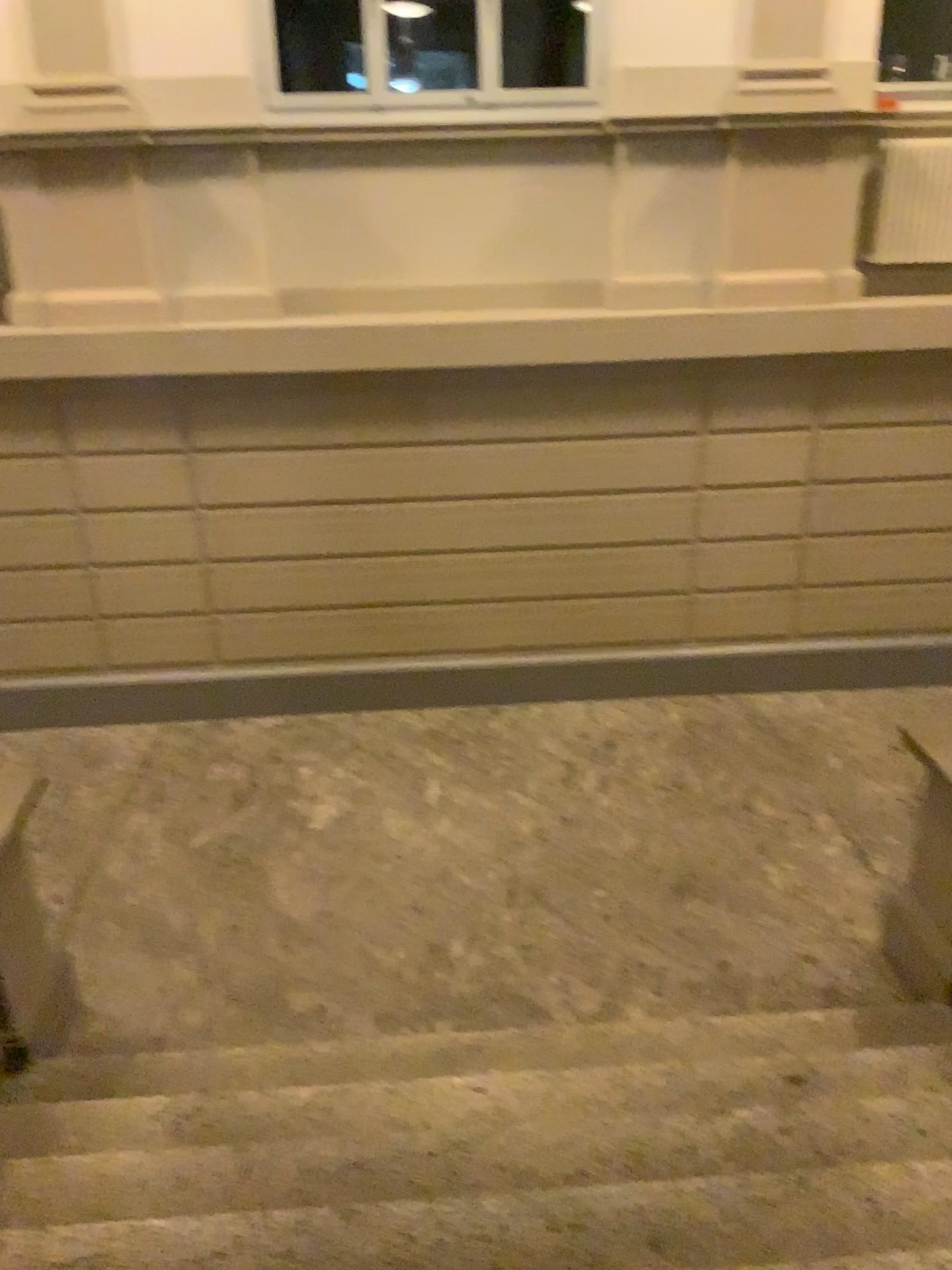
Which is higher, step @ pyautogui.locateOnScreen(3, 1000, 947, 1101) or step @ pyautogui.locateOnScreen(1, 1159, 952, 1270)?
step @ pyautogui.locateOnScreen(1, 1159, 952, 1270)

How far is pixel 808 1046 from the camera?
3.48m

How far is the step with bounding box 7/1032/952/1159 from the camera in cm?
304

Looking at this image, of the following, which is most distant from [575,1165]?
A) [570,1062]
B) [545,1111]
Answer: [570,1062]

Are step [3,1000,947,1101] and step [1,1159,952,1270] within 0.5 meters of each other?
no

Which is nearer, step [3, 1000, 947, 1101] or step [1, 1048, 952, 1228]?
step [1, 1048, 952, 1228]

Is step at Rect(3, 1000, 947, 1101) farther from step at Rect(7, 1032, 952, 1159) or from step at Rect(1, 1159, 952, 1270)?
step at Rect(1, 1159, 952, 1270)

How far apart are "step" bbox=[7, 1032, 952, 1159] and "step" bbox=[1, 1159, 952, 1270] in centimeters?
41cm

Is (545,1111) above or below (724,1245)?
below

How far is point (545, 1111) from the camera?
3.04m
